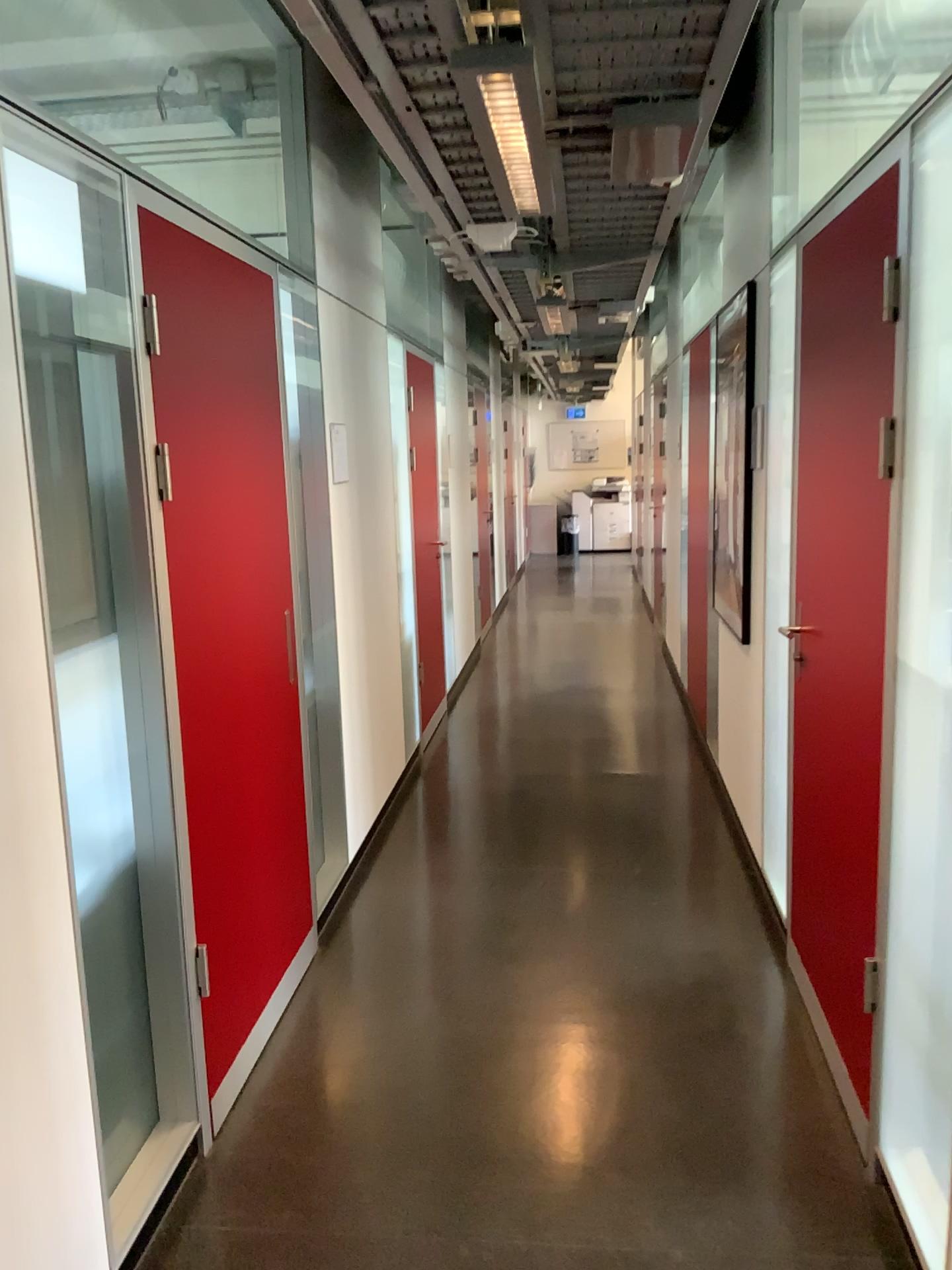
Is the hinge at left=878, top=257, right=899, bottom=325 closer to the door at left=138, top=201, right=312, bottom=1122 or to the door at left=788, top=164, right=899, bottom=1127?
the door at left=788, top=164, right=899, bottom=1127

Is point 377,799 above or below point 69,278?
below

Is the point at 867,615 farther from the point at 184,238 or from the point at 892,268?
the point at 184,238

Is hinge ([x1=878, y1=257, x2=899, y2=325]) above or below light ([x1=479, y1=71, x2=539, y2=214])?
below

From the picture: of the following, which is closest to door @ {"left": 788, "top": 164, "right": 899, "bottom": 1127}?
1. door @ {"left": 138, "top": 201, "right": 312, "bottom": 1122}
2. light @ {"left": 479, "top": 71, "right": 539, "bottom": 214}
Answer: light @ {"left": 479, "top": 71, "right": 539, "bottom": 214}

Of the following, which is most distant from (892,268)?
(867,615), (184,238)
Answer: (184,238)

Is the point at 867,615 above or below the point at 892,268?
below

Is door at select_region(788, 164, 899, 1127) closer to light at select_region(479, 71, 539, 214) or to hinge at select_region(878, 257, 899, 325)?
hinge at select_region(878, 257, 899, 325)

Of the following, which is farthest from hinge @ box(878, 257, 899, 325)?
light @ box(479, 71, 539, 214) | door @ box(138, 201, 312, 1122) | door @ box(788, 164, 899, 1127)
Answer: door @ box(138, 201, 312, 1122)
